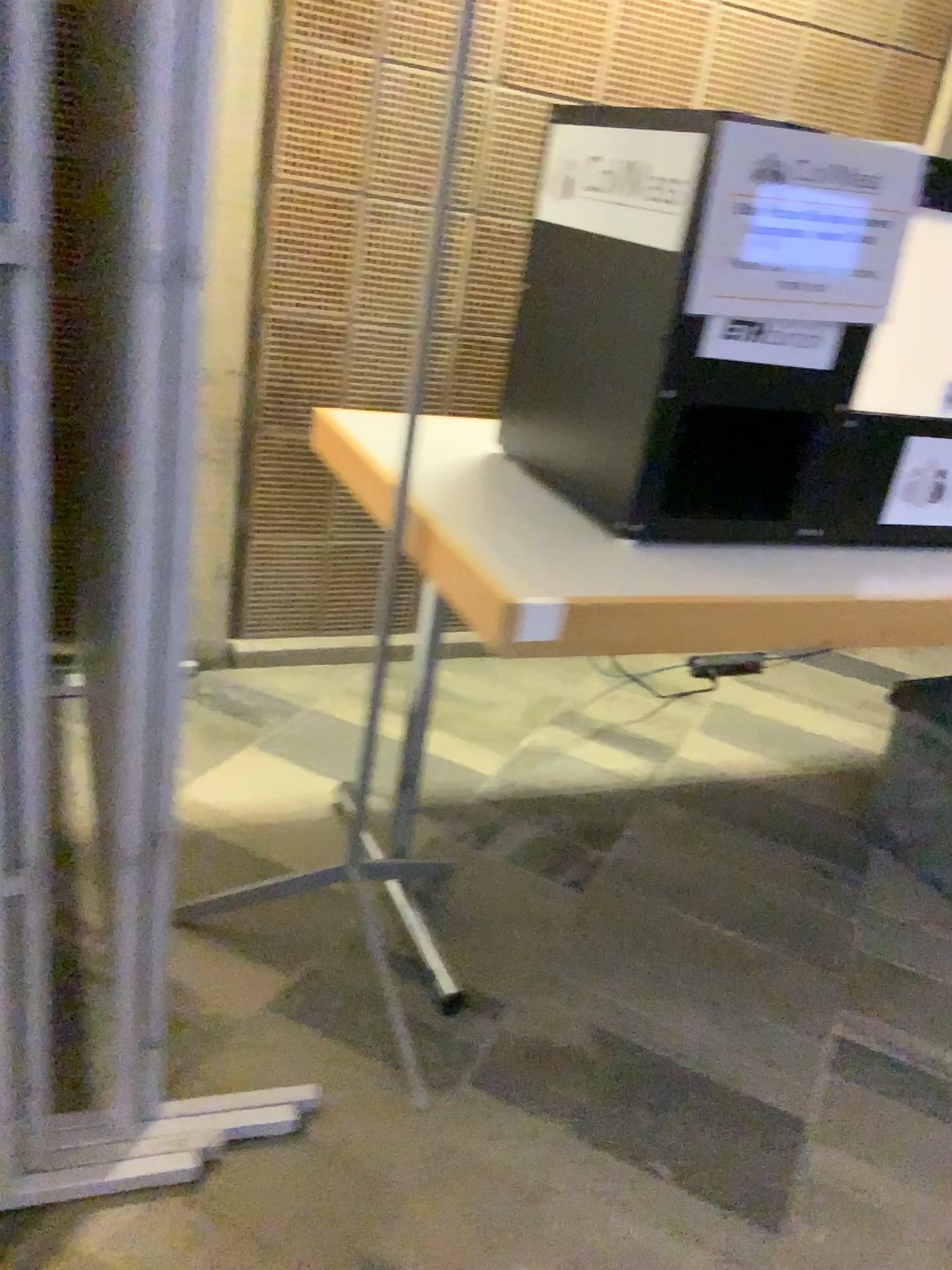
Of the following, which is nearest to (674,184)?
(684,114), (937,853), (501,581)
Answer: (684,114)

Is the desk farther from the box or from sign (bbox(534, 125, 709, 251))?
sign (bbox(534, 125, 709, 251))

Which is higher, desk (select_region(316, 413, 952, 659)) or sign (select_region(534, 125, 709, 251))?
sign (select_region(534, 125, 709, 251))

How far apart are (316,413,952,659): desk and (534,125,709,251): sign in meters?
0.4 m

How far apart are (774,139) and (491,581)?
0.62m

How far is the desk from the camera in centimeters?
120cm

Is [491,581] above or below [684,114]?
below

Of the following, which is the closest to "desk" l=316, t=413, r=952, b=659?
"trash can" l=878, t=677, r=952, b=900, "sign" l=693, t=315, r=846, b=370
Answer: "sign" l=693, t=315, r=846, b=370

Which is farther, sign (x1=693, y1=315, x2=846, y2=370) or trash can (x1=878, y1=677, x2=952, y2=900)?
trash can (x1=878, y1=677, x2=952, y2=900)

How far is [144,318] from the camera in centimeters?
90cm
